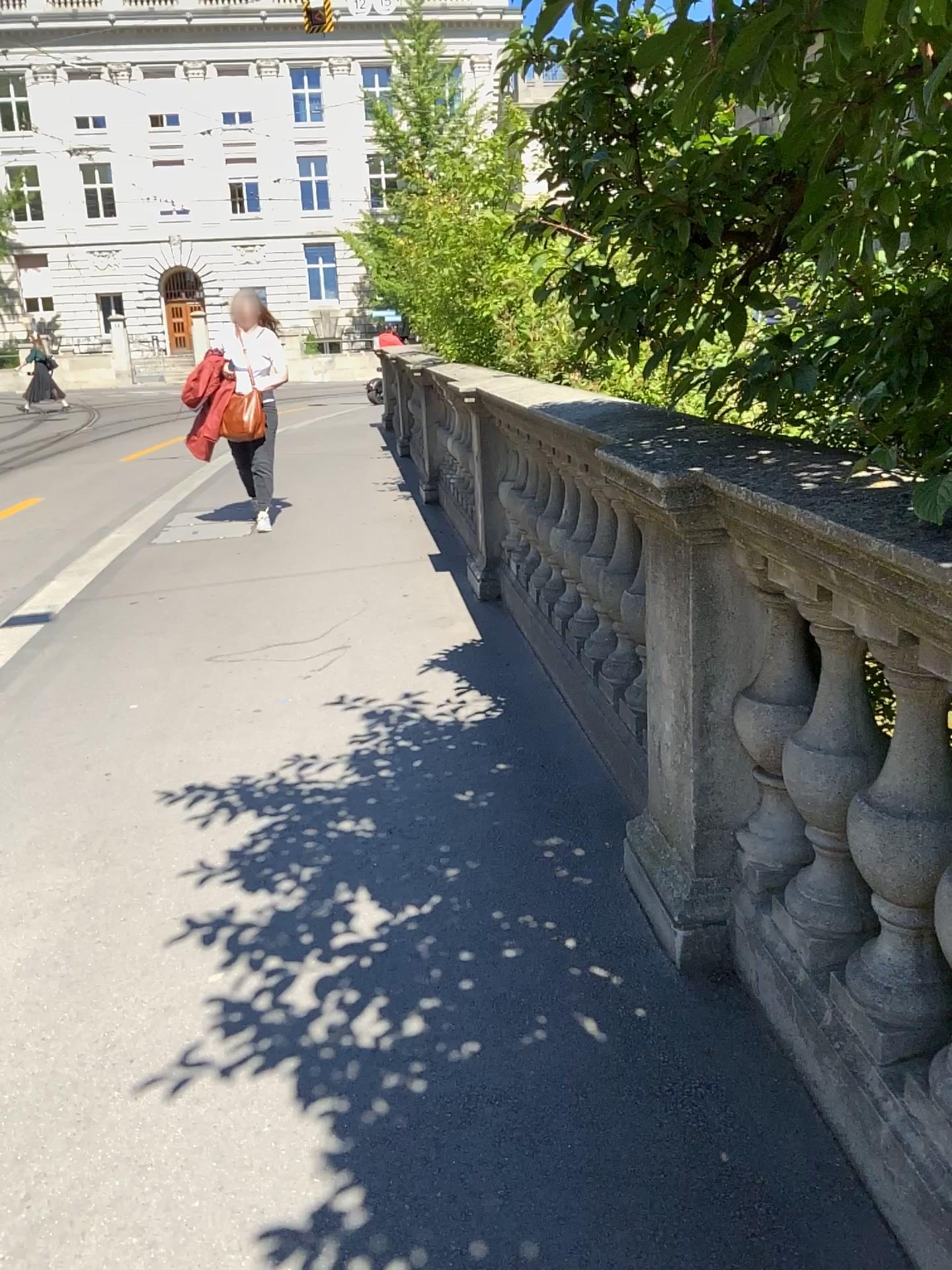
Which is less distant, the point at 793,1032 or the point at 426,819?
the point at 793,1032
